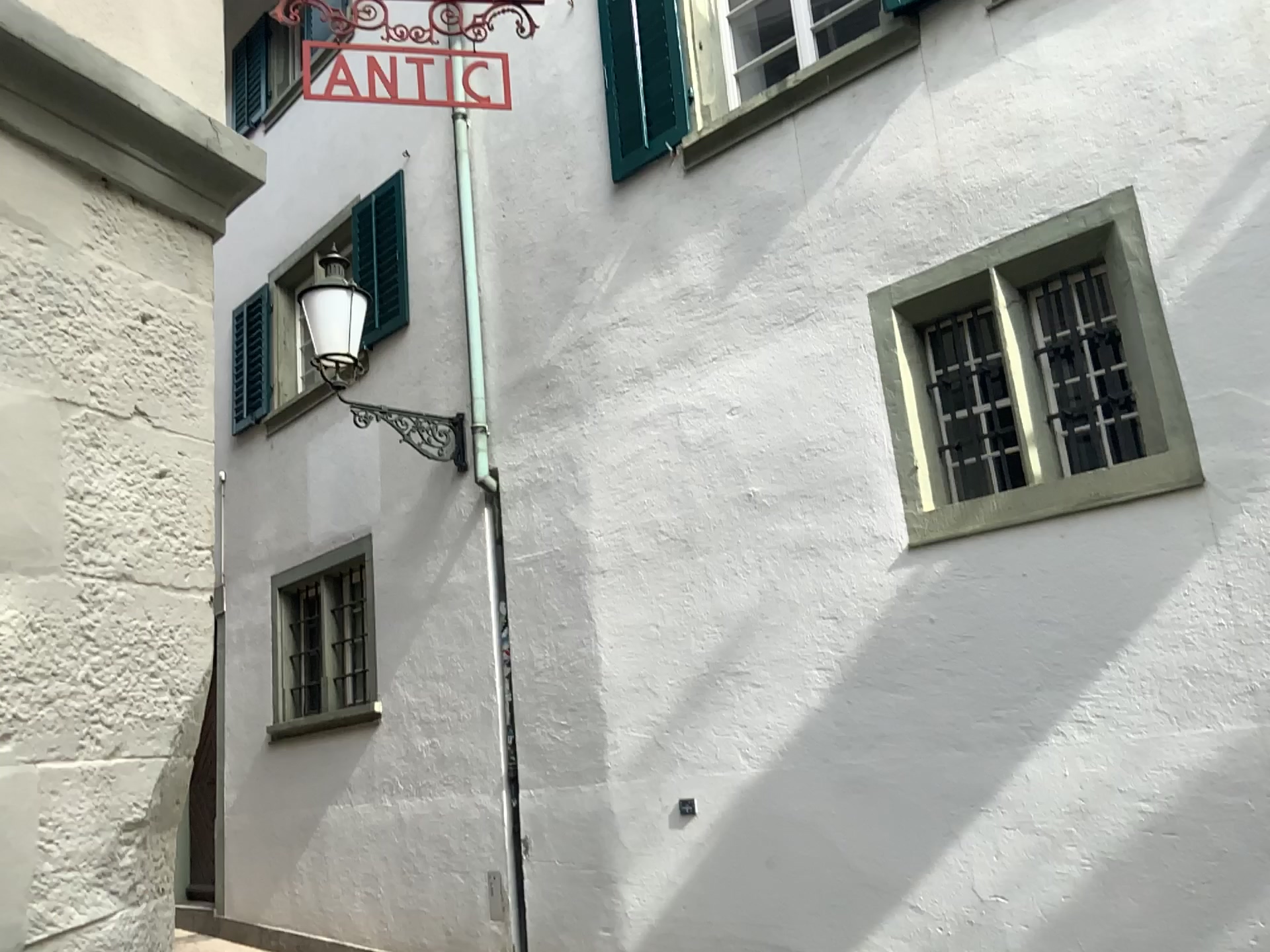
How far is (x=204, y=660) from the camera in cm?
192
